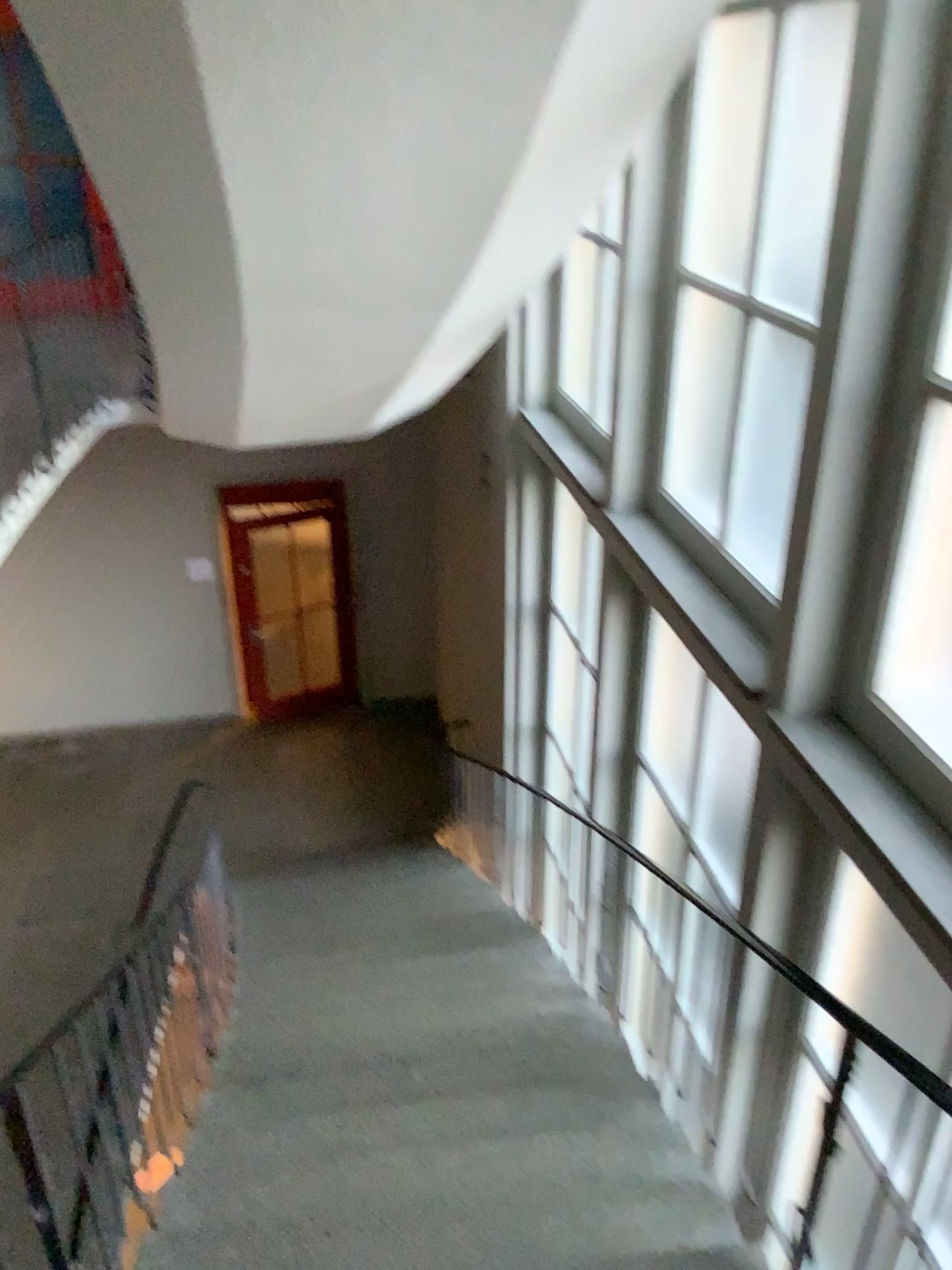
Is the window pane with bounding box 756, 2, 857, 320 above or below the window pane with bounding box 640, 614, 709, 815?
above

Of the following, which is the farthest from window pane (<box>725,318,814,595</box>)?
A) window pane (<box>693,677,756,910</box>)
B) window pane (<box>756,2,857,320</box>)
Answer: window pane (<box>693,677,756,910</box>)

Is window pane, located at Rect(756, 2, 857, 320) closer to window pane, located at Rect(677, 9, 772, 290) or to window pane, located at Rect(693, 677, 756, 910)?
window pane, located at Rect(677, 9, 772, 290)

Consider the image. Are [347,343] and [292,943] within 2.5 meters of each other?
no

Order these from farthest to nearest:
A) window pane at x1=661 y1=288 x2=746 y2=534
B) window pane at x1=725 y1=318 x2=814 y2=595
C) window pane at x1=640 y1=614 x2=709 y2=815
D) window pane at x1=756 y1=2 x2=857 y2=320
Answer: window pane at x1=640 y1=614 x2=709 y2=815 → window pane at x1=661 y1=288 x2=746 y2=534 → window pane at x1=725 y1=318 x2=814 y2=595 → window pane at x1=756 y1=2 x2=857 y2=320

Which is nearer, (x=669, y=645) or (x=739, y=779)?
(x=739, y=779)

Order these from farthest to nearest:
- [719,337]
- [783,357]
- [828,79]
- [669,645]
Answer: [669,645], [719,337], [783,357], [828,79]

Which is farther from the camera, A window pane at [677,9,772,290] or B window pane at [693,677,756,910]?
B window pane at [693,677,756,910]

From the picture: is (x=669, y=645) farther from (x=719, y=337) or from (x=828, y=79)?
(x=828, y=79)

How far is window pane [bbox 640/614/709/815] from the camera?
4.6 meters
